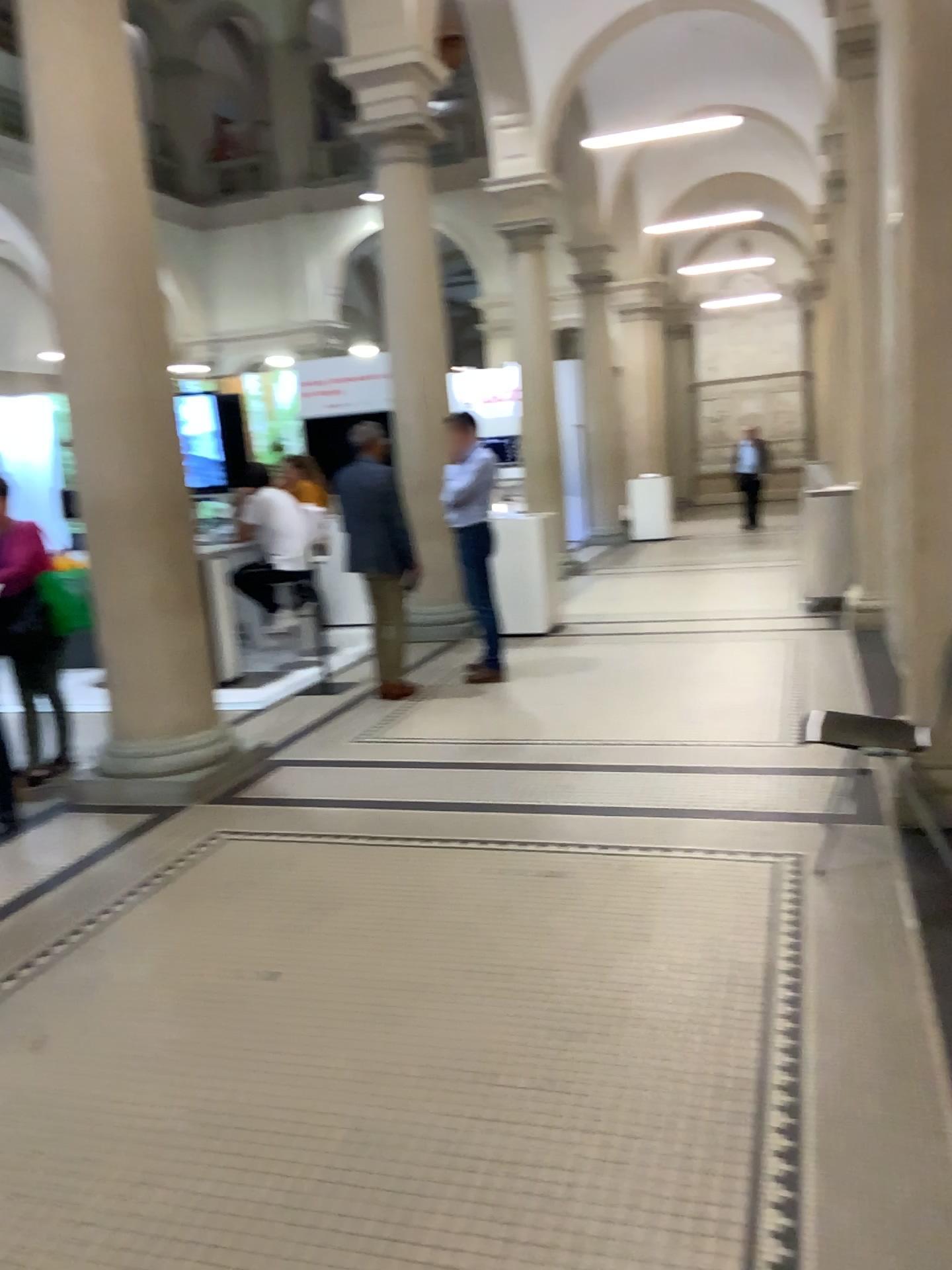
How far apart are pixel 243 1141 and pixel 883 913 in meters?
2.0
